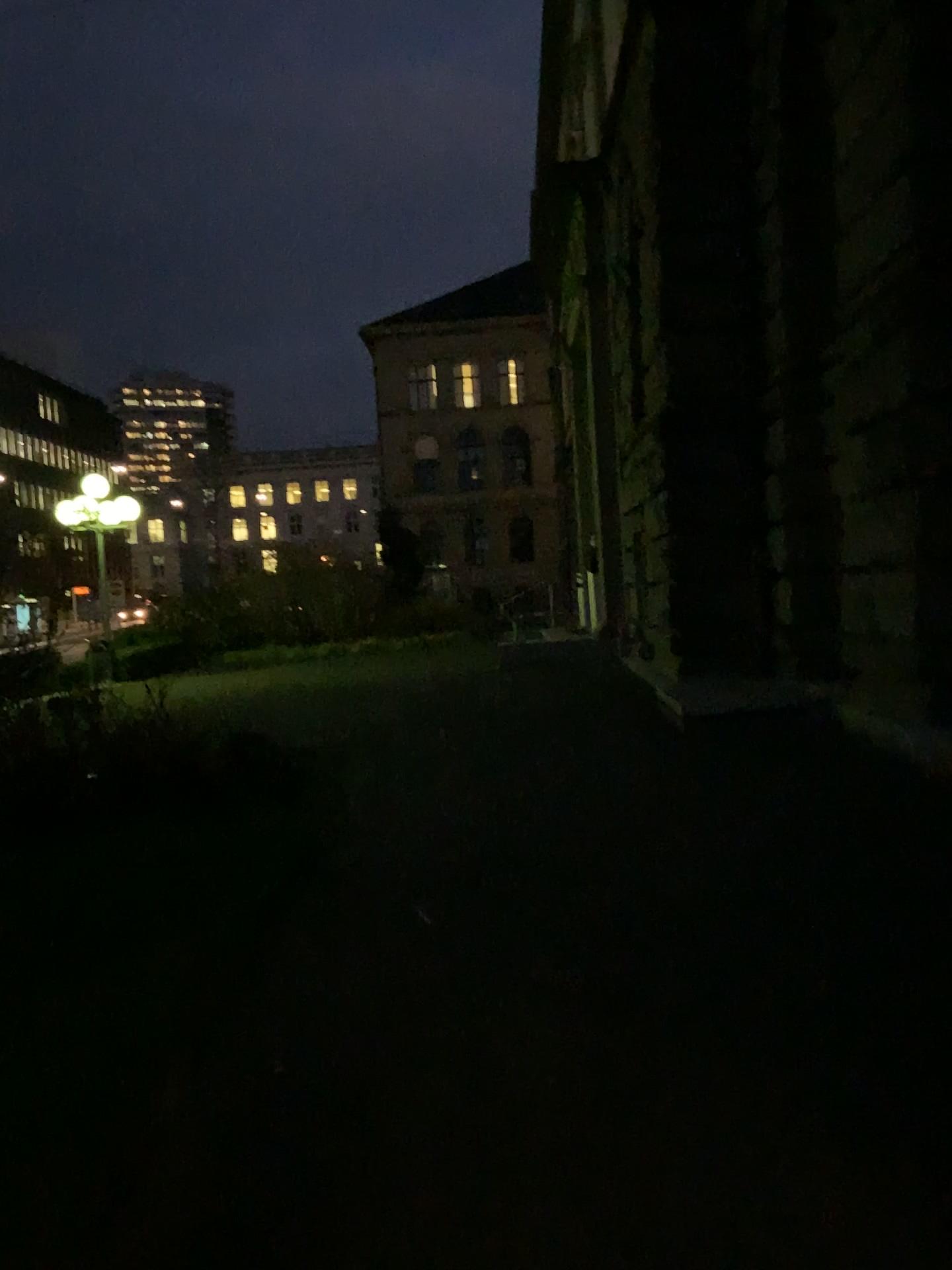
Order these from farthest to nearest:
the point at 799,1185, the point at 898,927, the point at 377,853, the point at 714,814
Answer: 1. the point at 714,814
2. the point at 377,853
3. the point at 898,927
4. the point at 799,1185
